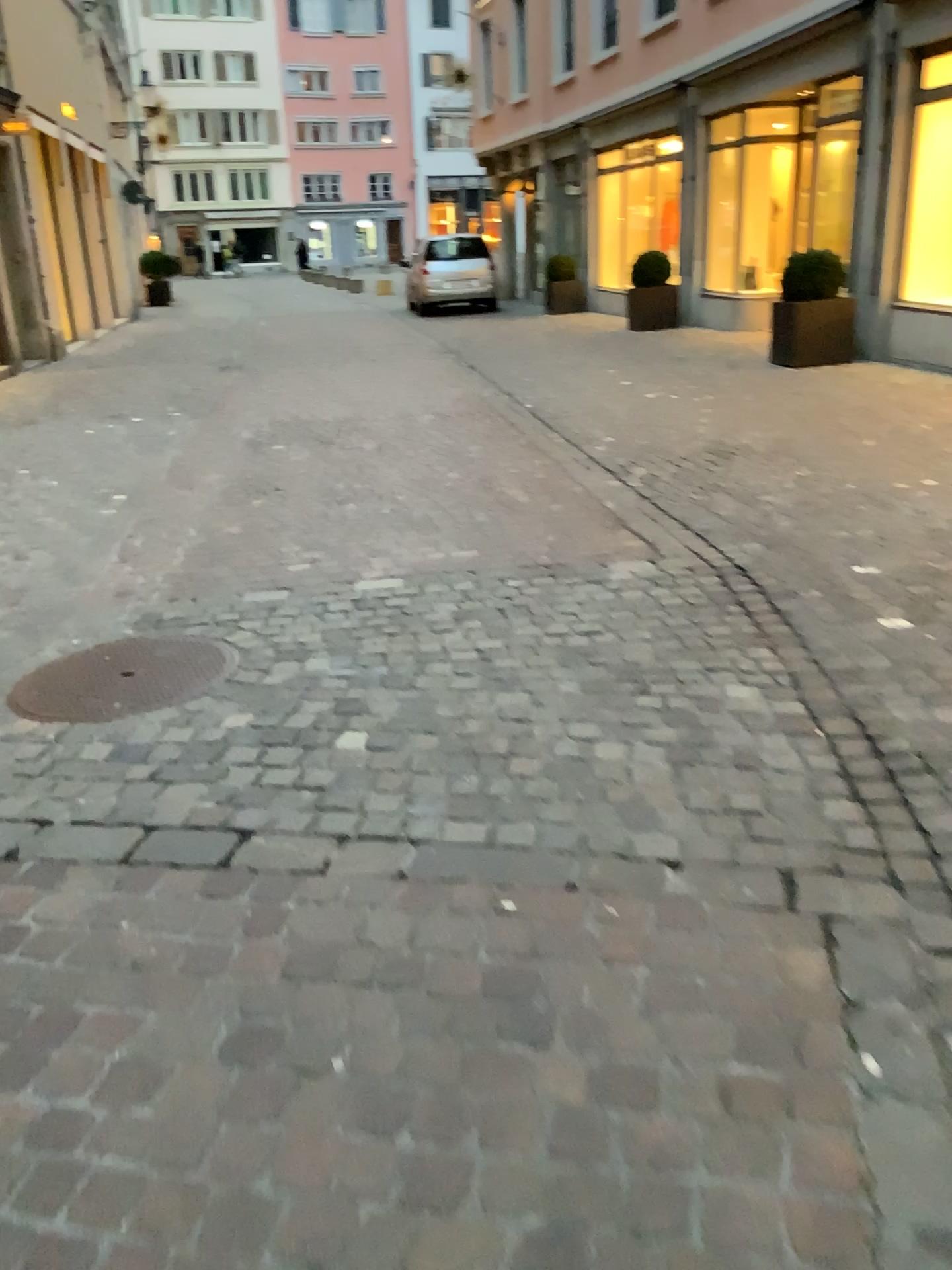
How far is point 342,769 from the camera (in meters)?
2.71
